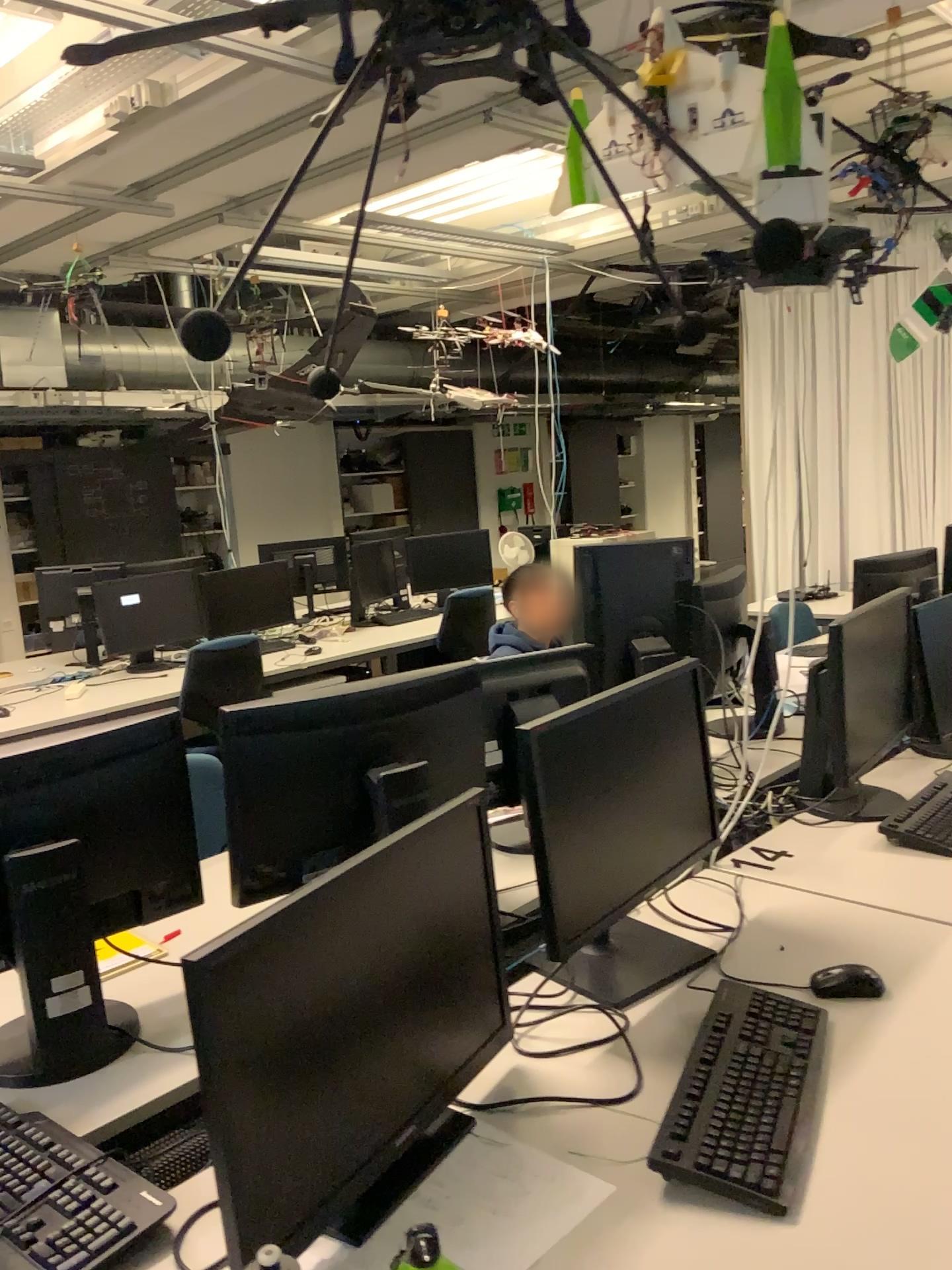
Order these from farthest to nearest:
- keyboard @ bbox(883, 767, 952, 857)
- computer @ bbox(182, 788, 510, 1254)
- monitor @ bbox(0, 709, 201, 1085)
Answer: keyboard @ bbox(883, 767, 952, 857) < monitor @ bbox(0, 709, 201, 1085) < computer @ bbox(182, 788, 510, 1254)

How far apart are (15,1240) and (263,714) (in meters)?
0.84

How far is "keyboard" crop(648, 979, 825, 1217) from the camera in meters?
1.2

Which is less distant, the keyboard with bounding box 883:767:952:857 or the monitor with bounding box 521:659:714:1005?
the monitor with bounding box 521:659:714:1005

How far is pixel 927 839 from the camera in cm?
226

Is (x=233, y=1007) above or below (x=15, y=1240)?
above

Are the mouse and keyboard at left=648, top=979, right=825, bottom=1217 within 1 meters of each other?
yes

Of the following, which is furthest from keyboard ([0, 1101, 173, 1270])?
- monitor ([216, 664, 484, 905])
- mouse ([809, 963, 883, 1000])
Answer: mouse ([809, 963, 883, 1000])

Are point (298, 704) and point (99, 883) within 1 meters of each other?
yes

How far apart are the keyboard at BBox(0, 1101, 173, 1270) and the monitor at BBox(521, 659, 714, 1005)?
0.63m
